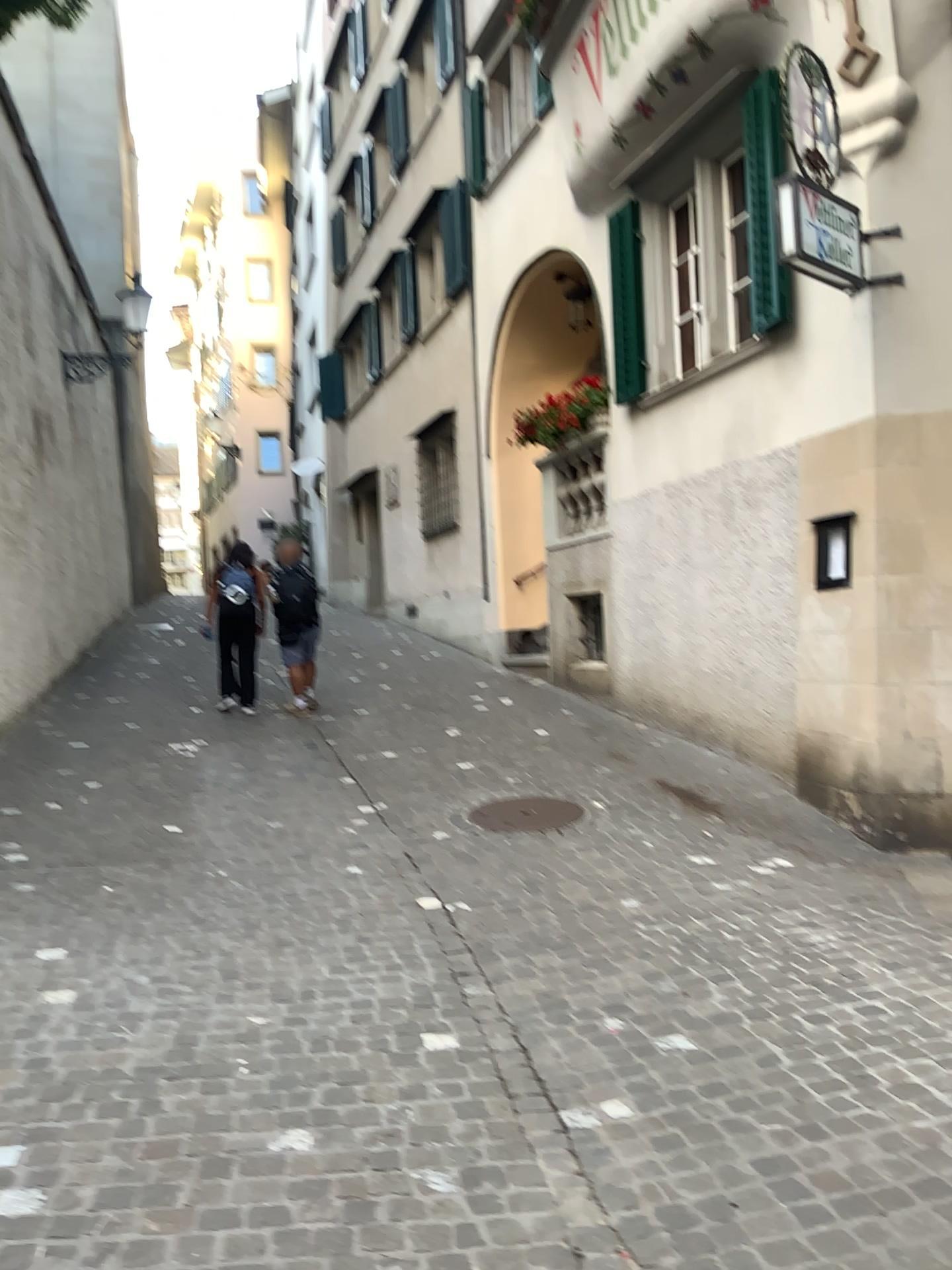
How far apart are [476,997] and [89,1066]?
1.3 meters
